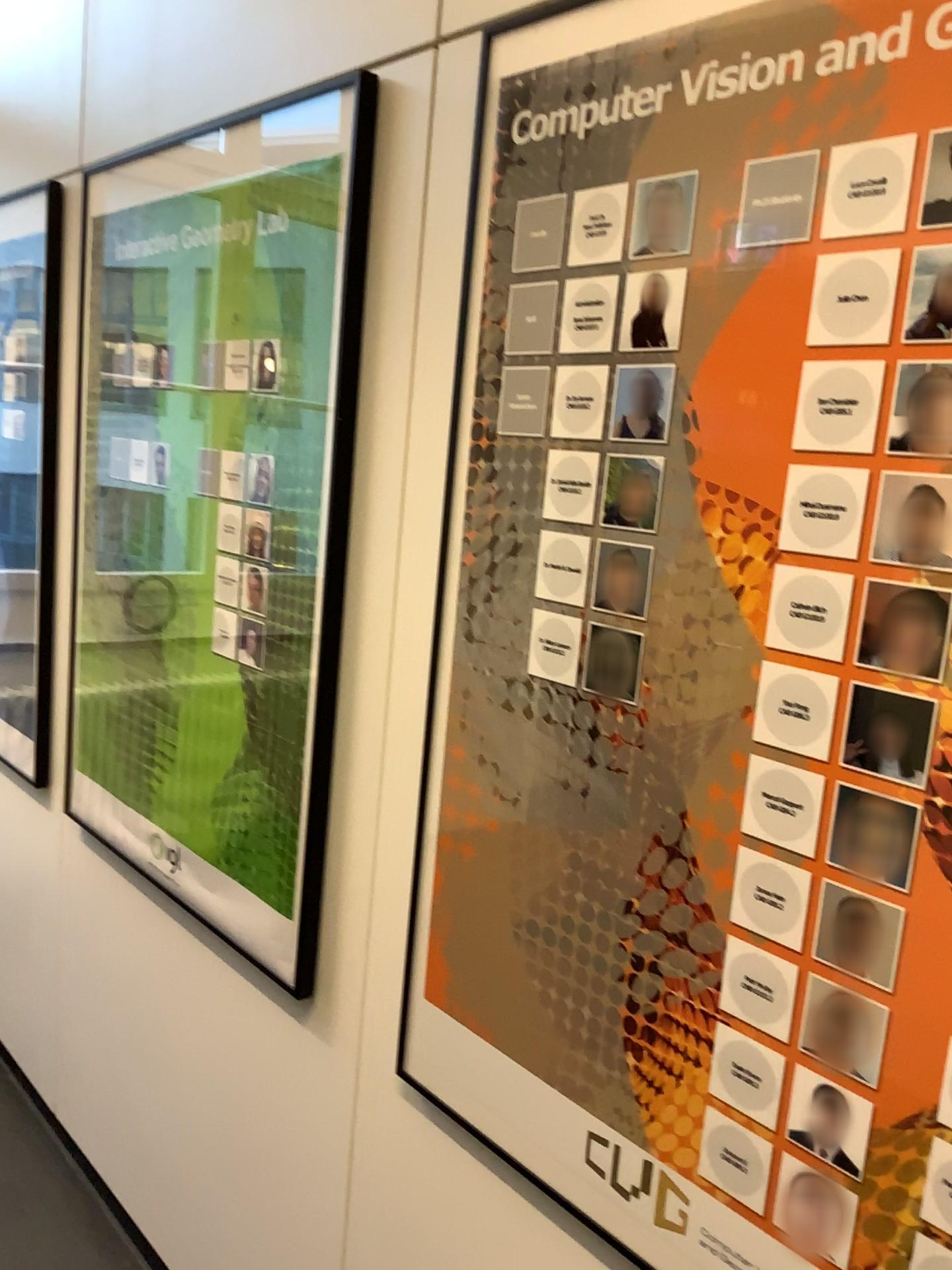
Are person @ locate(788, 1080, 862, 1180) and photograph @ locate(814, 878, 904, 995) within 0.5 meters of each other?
yes

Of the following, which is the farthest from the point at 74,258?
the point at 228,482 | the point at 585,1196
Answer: the point at 585,1196

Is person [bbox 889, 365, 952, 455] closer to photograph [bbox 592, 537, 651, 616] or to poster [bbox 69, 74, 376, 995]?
photograph [bbox 592, 537, 651, 616]

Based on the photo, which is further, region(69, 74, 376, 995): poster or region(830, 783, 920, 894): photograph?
region(69, 74, 376, 995): poster

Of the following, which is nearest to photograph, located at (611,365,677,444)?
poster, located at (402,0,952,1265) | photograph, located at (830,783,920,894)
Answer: poster, located at (402,0,952,1265)

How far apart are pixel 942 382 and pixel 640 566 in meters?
0.3

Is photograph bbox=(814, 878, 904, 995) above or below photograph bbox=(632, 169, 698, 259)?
below

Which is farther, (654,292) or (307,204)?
(307,204)

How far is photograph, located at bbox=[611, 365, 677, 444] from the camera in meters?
1.0

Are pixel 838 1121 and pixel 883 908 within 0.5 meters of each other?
yes
